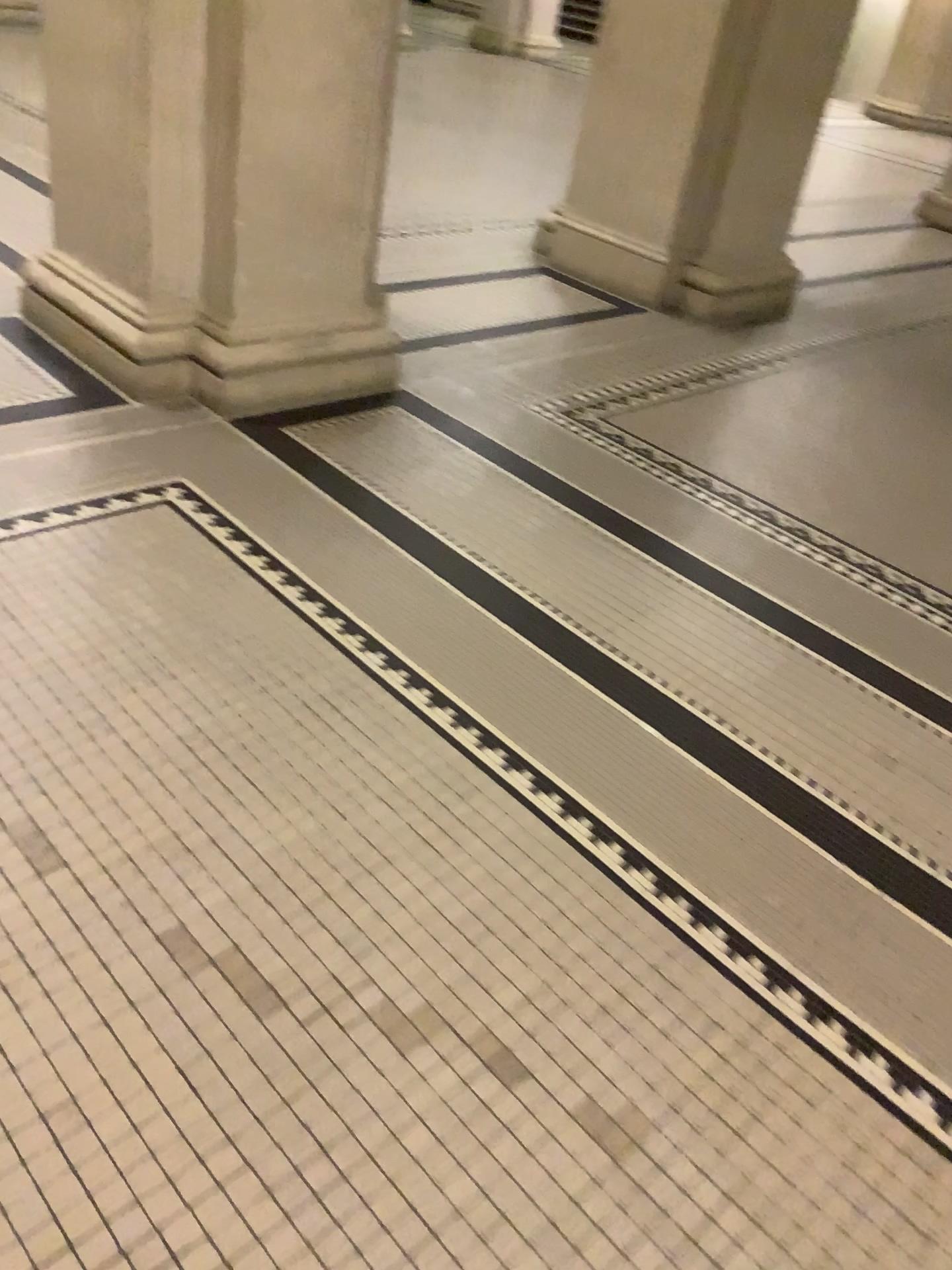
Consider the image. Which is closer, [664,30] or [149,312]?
[149,312]

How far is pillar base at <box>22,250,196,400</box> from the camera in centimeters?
334cm

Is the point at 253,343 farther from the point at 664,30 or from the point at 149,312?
the point at 664,30

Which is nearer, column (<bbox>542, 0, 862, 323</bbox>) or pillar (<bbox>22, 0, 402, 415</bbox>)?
pillar (<bbox>22, 0, 402, 415</bbox>)

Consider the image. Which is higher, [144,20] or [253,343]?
[144,20]

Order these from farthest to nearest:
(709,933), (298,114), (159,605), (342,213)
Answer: (342,213) → (298,114) → (159,605) → (709,933)

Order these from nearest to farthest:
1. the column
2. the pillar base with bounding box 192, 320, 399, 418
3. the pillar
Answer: the pillar < the pillar base with bounding box 192, 320, 399, 418 < the column

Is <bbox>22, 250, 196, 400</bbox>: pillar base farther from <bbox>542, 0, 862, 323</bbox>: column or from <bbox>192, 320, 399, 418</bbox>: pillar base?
<bbox>542, 0, 862, 323</bbox>: column

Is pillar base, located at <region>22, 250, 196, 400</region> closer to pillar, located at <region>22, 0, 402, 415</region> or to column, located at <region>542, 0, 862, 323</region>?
pillar, located at <region>22, 0, 402, 415</region>

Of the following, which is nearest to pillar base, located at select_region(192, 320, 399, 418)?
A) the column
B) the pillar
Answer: the pillar
